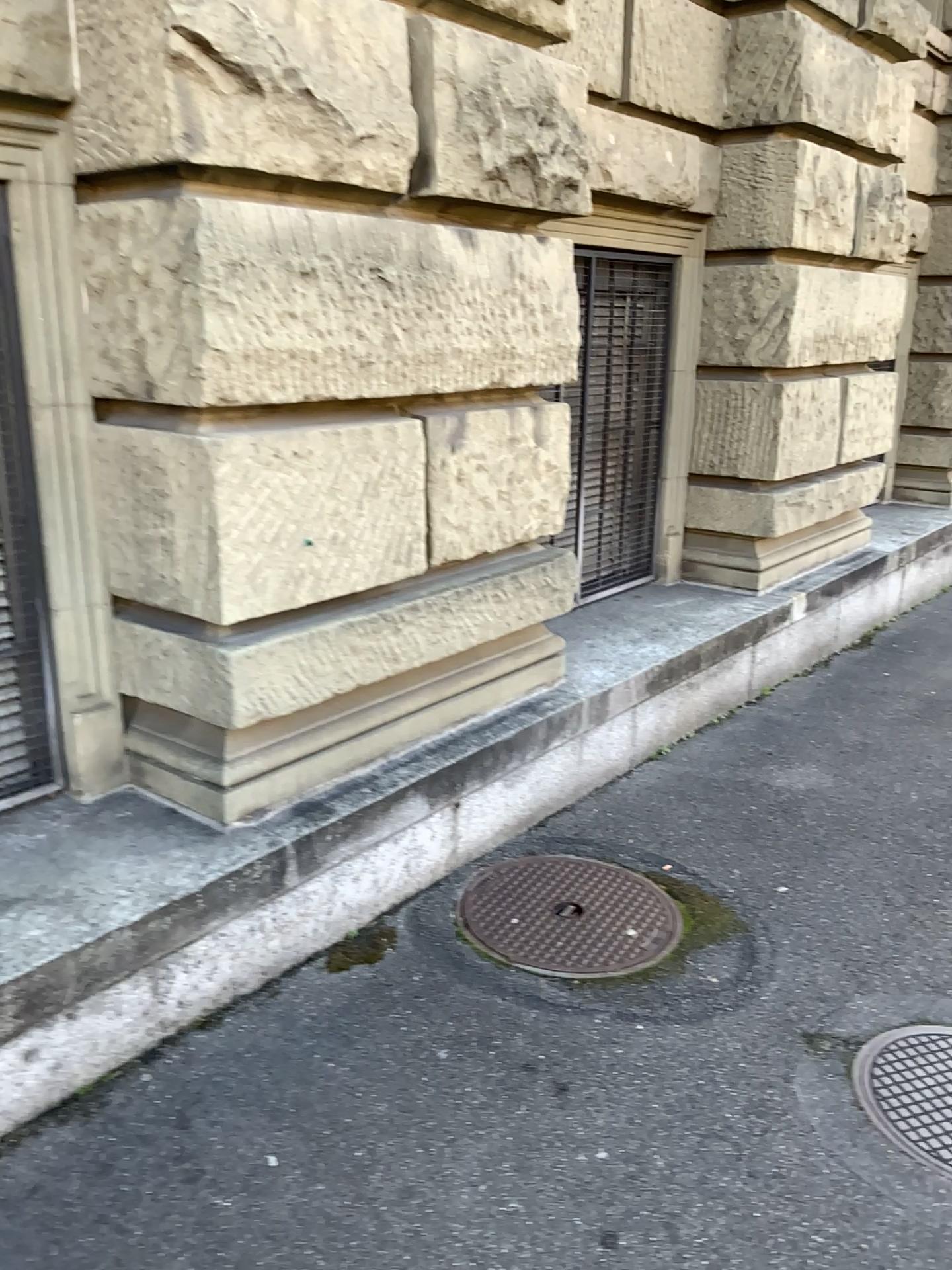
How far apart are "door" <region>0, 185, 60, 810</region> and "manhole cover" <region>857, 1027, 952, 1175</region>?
2.2 meters

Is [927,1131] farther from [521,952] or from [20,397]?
[20,397]

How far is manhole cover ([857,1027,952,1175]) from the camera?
2.23m

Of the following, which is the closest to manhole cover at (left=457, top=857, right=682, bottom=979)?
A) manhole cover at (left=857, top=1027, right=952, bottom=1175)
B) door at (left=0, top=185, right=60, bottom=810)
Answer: manhole cover at (left=857, top=1027, right=952, bottom=1175)

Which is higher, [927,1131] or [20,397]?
[20,397]

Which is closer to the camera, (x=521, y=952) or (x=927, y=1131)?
(x=927, y=1131)

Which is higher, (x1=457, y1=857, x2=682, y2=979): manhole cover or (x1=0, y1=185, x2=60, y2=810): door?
(x1=0, y1=185, x2=60, y2=810): door

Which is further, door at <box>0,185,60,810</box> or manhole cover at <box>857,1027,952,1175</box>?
door at <box>0,185,60,810</box>

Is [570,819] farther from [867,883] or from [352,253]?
[352,253]

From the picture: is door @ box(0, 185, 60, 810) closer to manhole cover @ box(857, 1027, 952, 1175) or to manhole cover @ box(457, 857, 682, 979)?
manhole cover @ box(457, 857, 682, 979)
